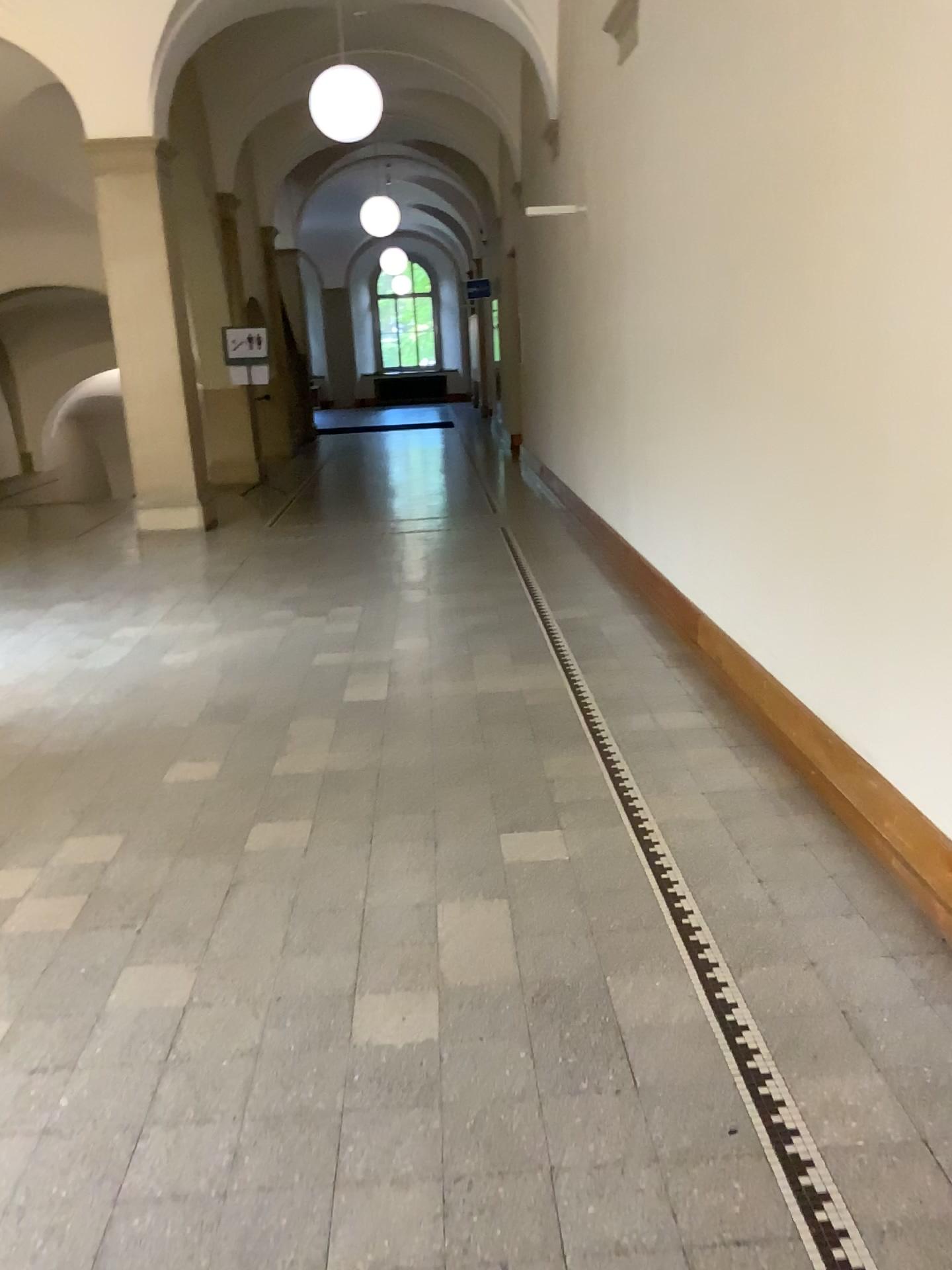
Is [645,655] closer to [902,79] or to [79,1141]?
[902,79]
